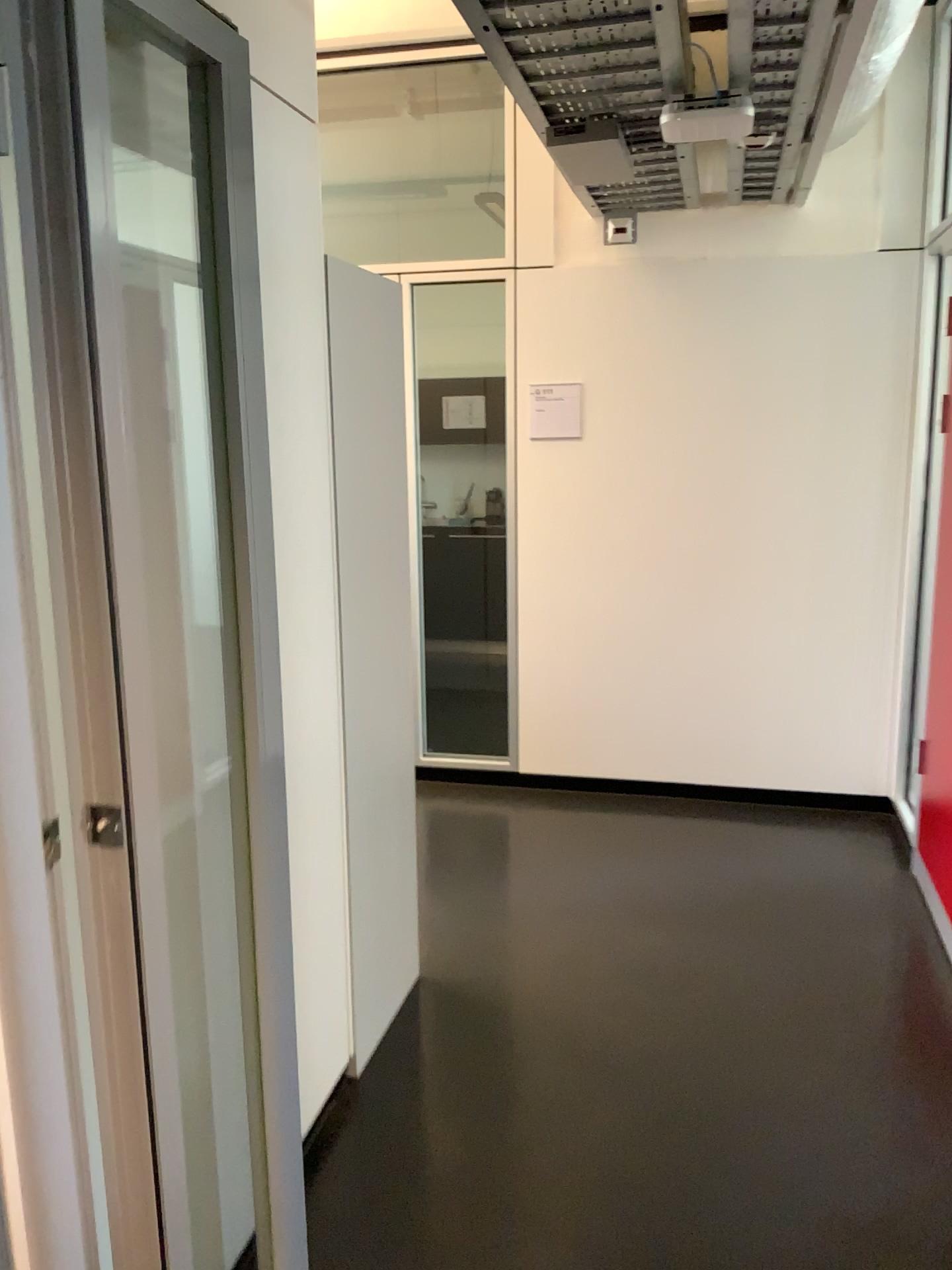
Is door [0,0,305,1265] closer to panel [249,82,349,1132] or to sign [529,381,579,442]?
panel [249,82,349,1132]

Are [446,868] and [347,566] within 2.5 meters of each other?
yes

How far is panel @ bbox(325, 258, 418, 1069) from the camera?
2.5 meters

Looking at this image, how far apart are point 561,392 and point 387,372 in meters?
1.9 m

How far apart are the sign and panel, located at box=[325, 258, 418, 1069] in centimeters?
181cm

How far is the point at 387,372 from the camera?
2.5m

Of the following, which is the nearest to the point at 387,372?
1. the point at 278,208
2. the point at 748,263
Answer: the point at 278,208

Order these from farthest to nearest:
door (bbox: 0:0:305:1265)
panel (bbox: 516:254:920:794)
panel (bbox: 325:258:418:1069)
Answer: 1. panel (bbox: 516:254:920:794)
2. panel (bbox: 325:258:418:1069)
3. door (bbox: 0:0:305:1265)

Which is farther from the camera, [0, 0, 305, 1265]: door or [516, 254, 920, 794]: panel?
[516, 254, 920, 794]: panel

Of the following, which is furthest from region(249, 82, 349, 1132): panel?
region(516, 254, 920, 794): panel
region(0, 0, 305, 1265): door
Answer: region(516, 254, 920, 794): panel
